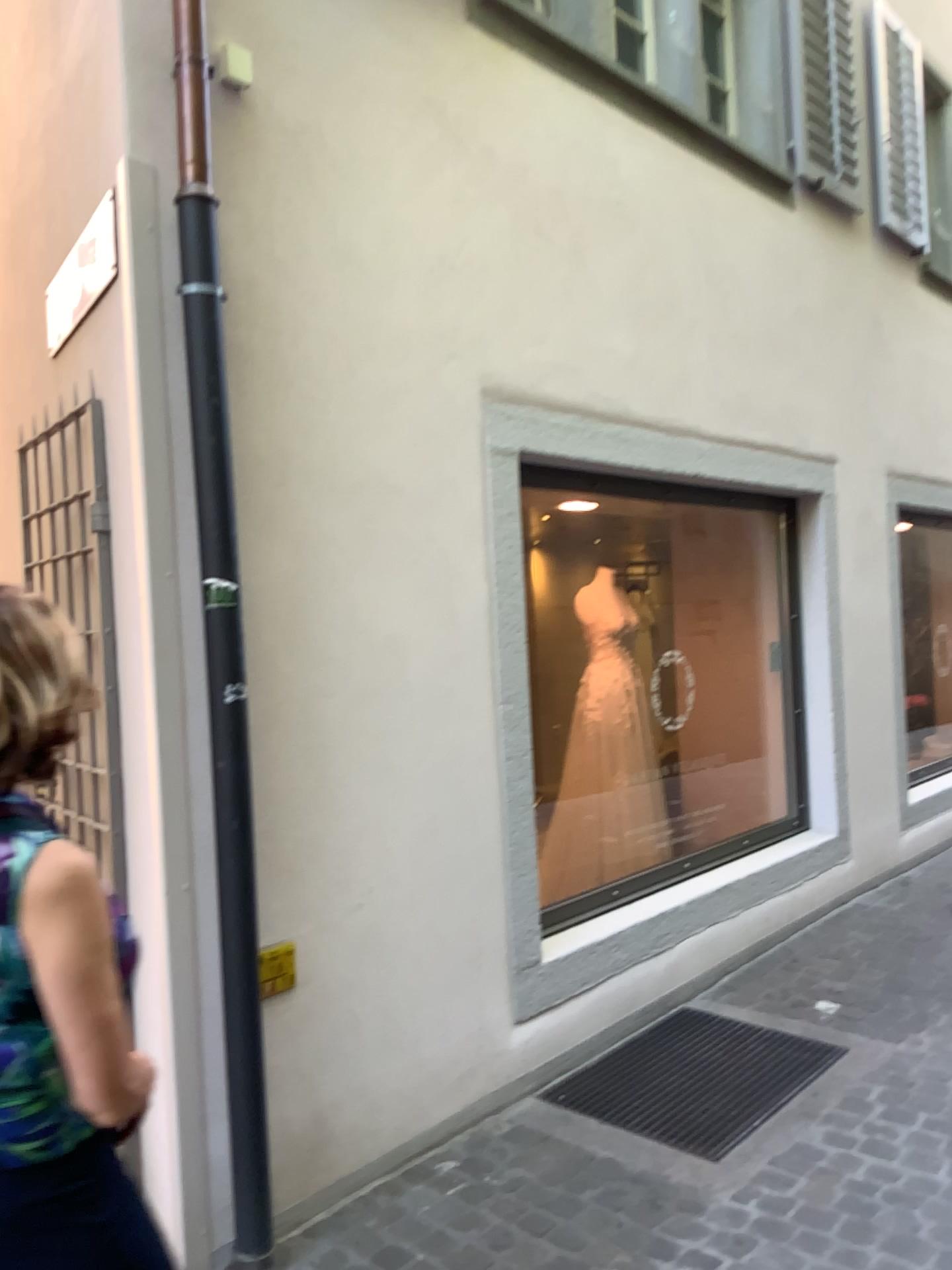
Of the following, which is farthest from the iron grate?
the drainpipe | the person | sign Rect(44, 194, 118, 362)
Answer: sign Rect(44, 194, 118, 362)

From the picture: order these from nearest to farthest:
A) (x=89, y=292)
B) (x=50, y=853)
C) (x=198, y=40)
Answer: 1. (x=50, y=853)
2. (x=198, y=40)
3. (x=89, y=292)

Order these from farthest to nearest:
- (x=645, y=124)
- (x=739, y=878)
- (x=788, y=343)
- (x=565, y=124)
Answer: (x=788, y=343)
(x=739, y=878)
(x=645, y=124)
(x=565, y=124)

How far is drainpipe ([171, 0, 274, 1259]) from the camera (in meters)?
2.40

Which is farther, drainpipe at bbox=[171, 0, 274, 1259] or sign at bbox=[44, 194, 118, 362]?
sign at bbox=[44, 194, 118, 362]

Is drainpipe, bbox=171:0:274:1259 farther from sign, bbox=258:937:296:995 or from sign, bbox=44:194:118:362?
sign, bbox=44:194:118:362

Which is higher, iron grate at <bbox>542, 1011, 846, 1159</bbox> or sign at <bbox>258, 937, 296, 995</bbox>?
sign at <bbox>258, 937, 296, 995</bbox>

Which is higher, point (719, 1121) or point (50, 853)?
point (50, 853)

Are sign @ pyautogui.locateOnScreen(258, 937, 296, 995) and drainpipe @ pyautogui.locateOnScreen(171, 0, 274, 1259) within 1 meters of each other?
yes

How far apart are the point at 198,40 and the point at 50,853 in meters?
2.0 m
